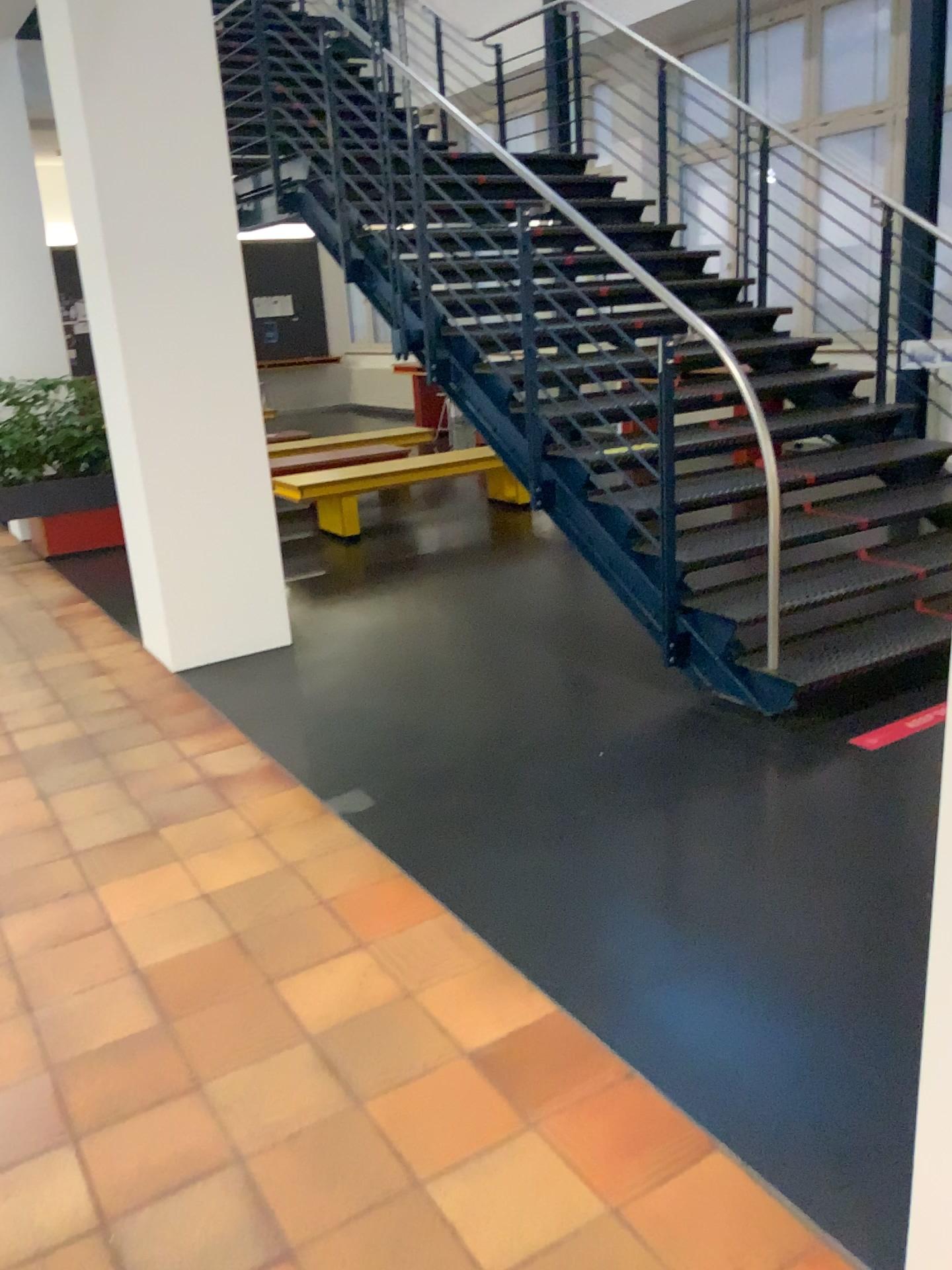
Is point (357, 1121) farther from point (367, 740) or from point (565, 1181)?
point (367, 740)

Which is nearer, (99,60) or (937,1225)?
(937,1225)

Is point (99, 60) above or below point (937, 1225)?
above

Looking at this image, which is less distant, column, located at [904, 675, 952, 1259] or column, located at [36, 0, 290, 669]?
column, located at [904, 675, 952, 1259]
